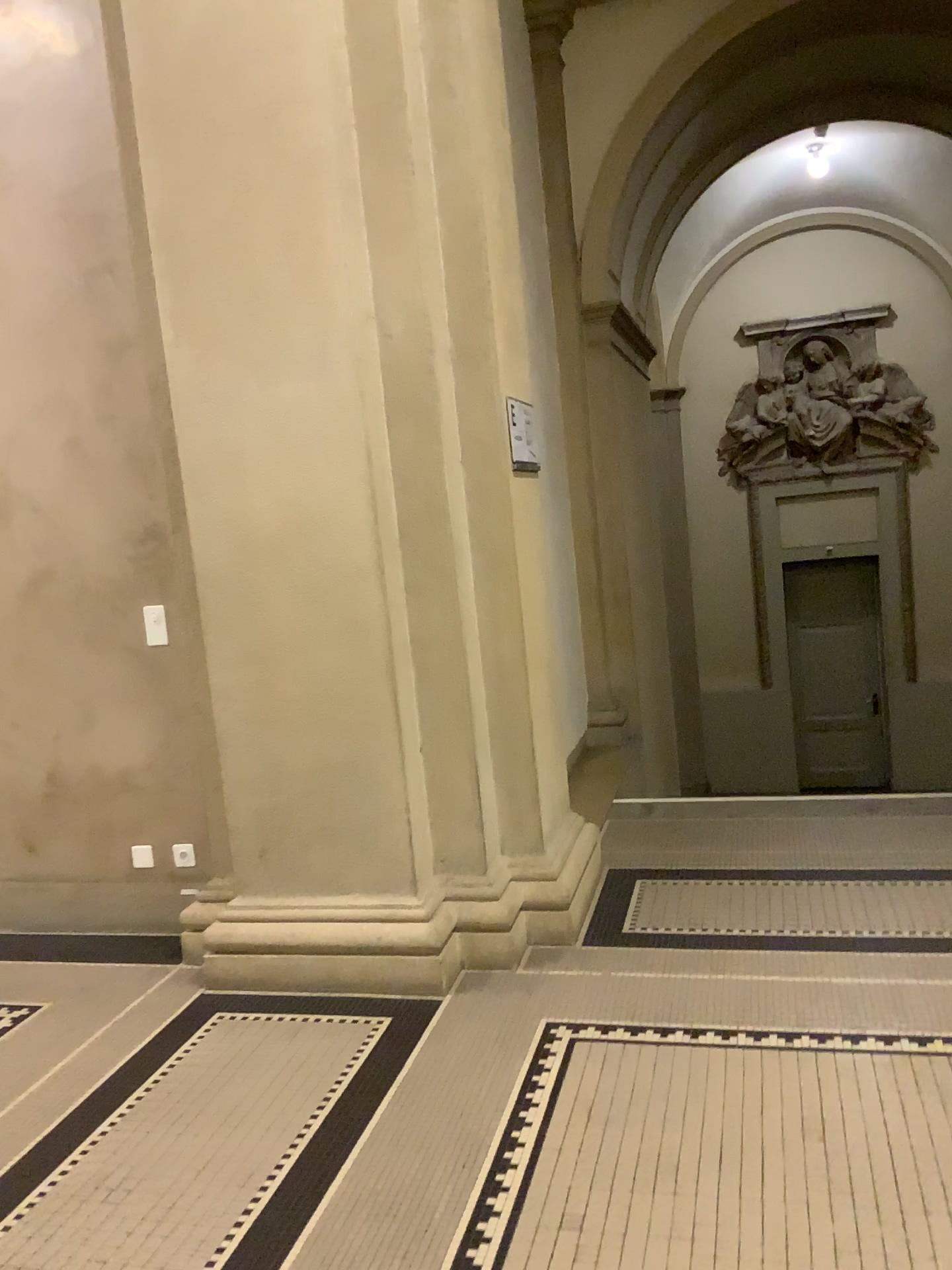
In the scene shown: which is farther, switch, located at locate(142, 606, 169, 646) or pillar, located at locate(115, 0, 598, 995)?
switch, located at locate(142, 606, 169, 646)

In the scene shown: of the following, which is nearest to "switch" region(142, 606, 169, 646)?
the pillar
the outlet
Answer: the pillar

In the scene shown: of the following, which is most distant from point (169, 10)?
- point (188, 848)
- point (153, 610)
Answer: point (188, 848)

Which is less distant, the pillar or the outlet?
the pillar

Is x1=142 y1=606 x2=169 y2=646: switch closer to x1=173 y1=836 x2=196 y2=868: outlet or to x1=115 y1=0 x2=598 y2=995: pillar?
x1=115 y1=0 x2=598 y2=995: pillar

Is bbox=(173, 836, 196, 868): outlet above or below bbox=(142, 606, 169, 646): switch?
below

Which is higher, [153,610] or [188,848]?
[153,610]

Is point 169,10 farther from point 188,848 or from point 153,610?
point 188,848

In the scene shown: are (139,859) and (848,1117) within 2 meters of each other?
no

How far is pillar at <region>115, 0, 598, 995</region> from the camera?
3.1m
